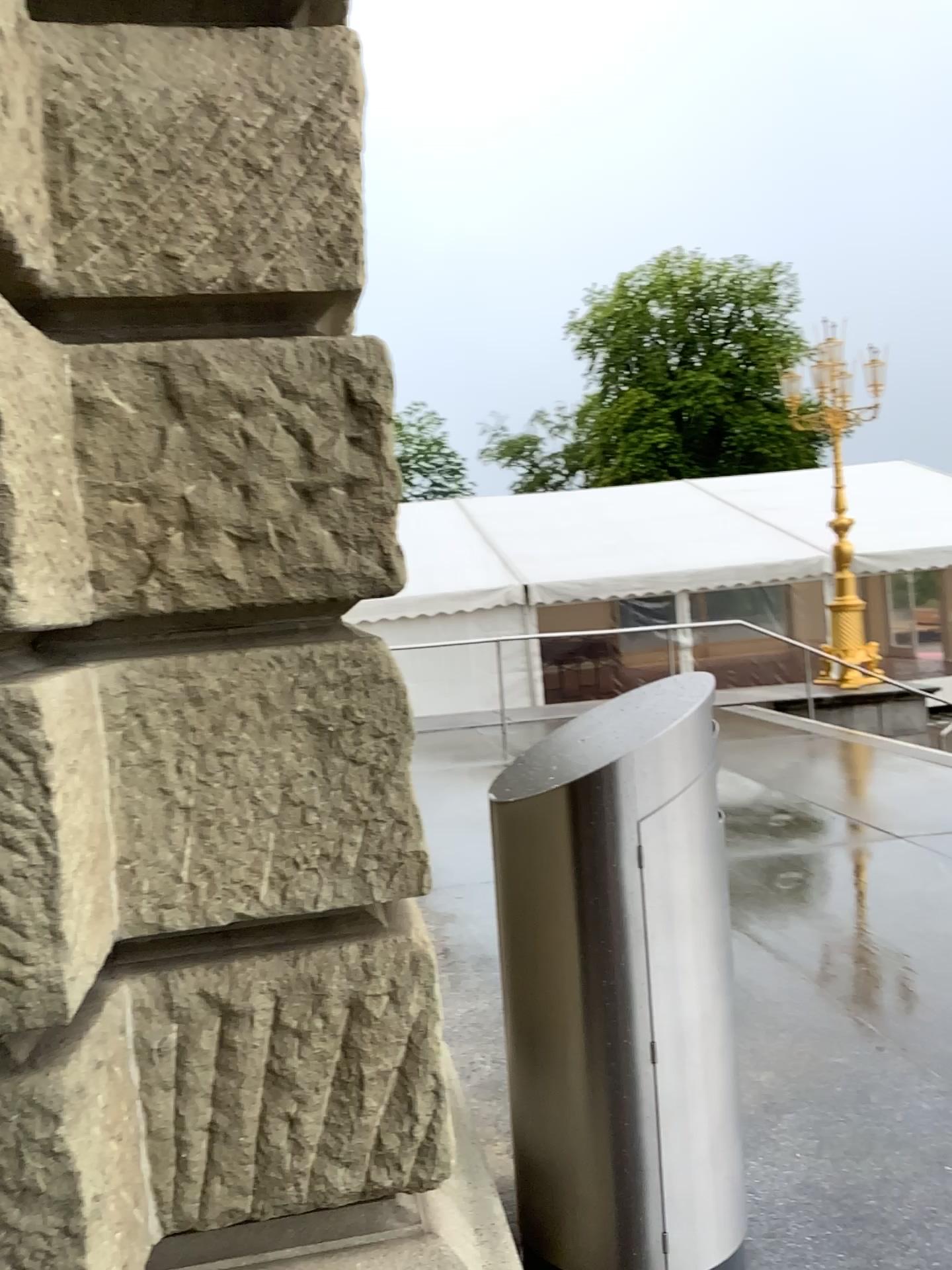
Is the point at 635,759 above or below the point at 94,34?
below

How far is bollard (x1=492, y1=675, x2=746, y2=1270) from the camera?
2.1 meters

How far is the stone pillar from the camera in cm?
167

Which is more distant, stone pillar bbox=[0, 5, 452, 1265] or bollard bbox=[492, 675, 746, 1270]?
bollard bbox=[492, 675, 746, 1270]

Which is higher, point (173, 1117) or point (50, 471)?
point (50, 471)

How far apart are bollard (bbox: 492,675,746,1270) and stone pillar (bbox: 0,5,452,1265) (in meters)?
0.37

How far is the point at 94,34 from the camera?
1.7 meters

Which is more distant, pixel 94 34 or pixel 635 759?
pixel 635 759
